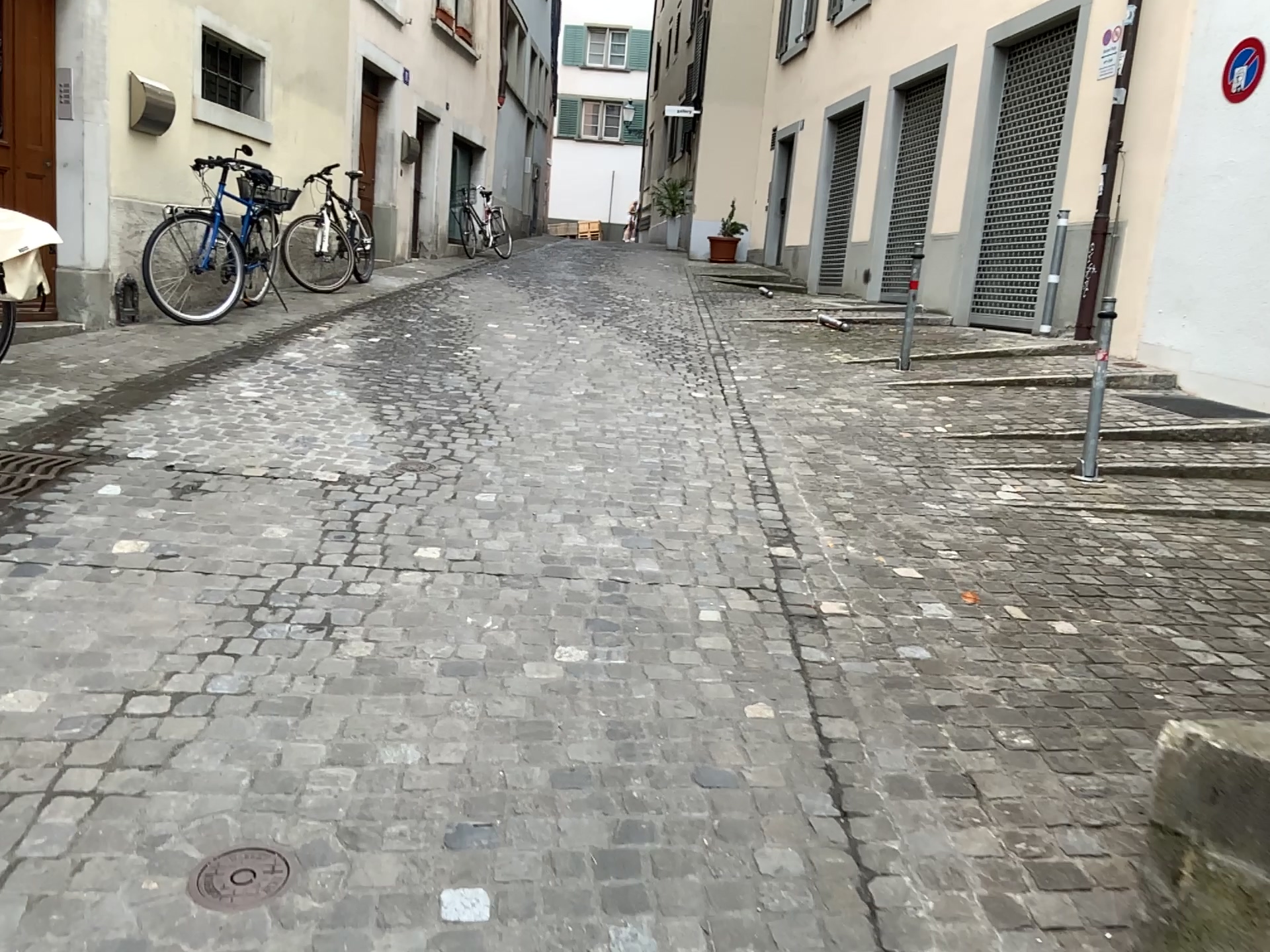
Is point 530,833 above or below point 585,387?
below

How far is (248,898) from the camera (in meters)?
1.87

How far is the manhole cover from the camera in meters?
1.9 m
